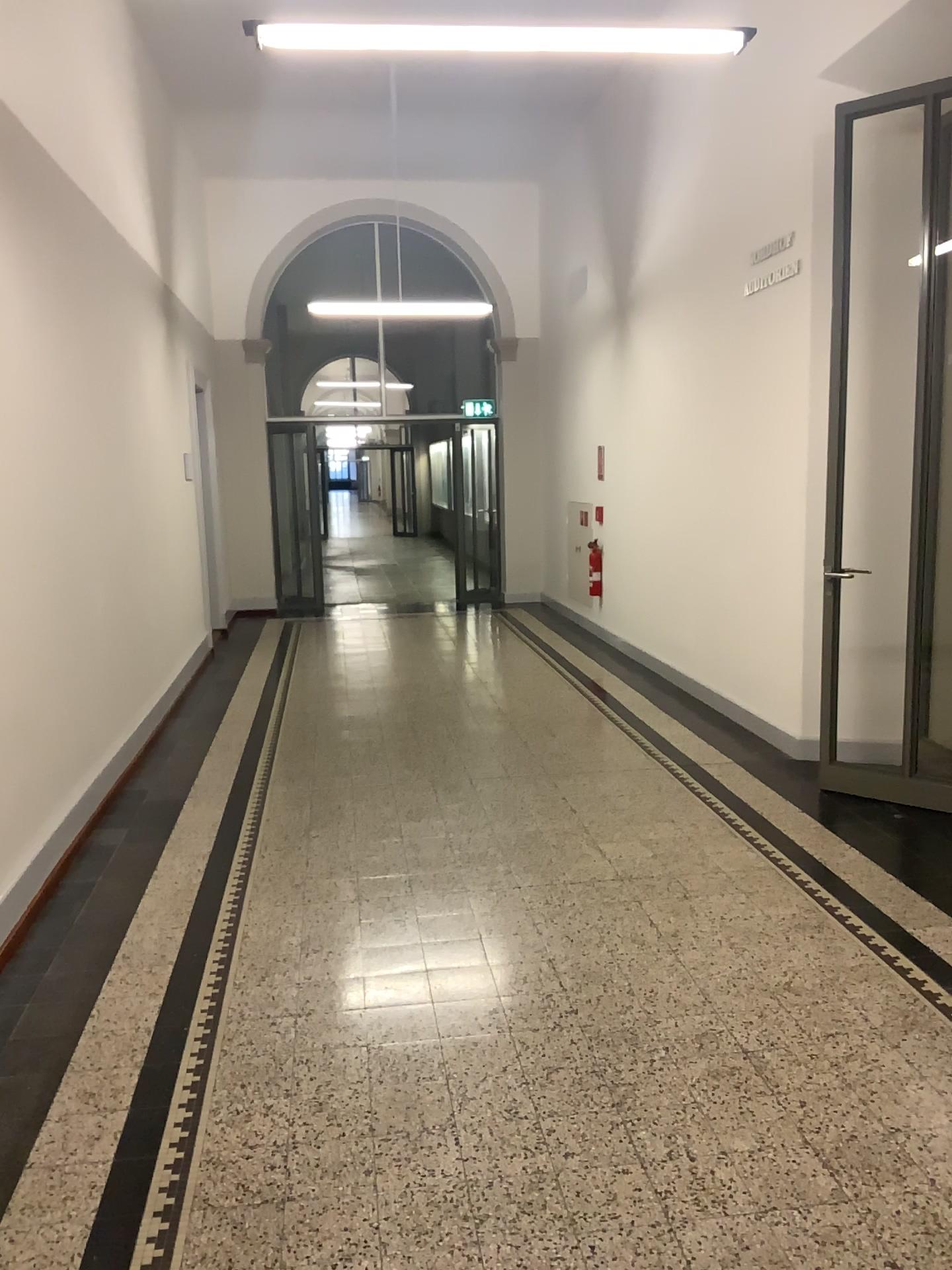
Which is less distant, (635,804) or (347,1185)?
(347,1185)
